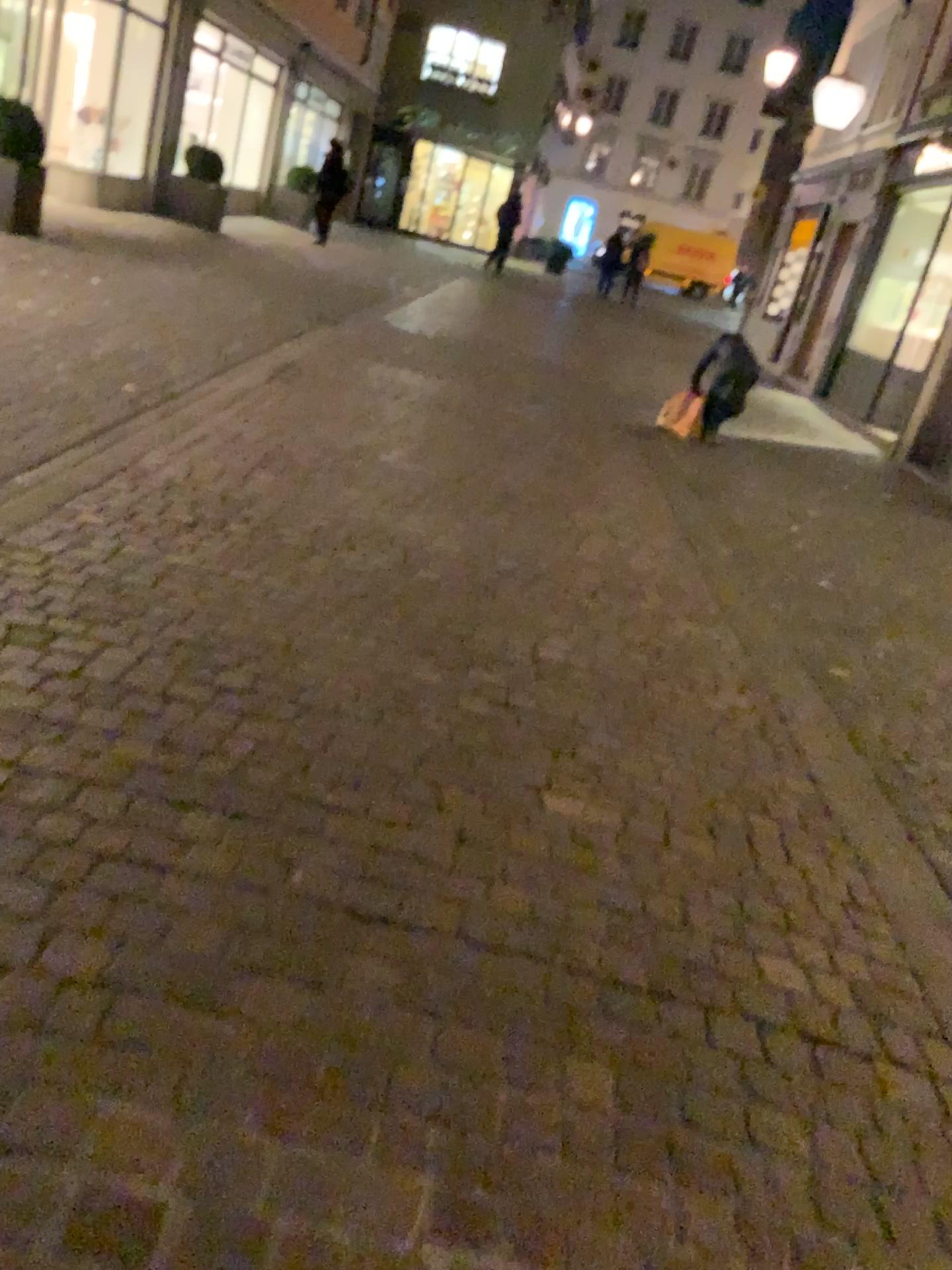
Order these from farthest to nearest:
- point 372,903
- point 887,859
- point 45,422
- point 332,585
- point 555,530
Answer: point 555,530 → point 45,422 → point 332,585 → point 887,859 → point 372,903
